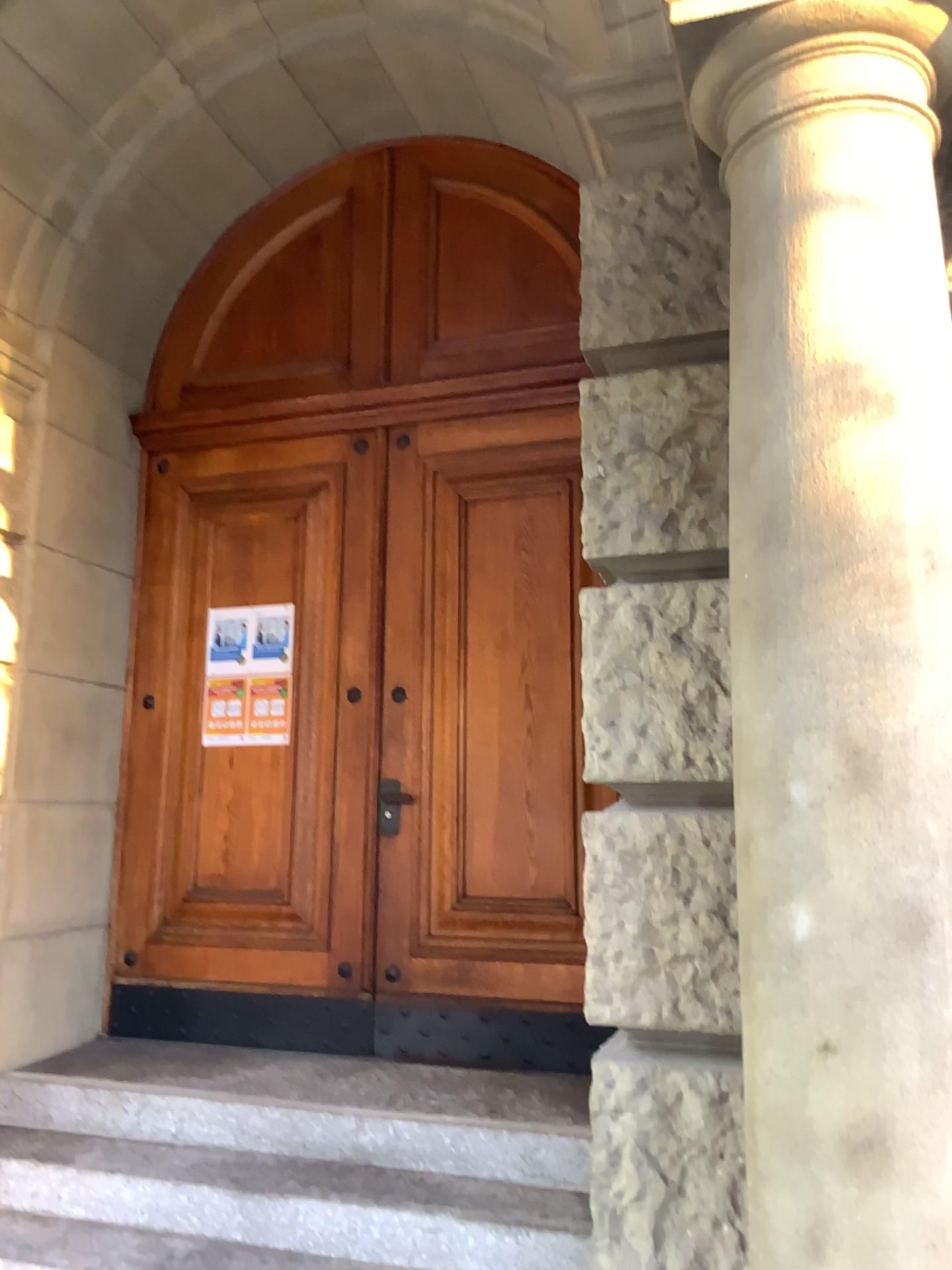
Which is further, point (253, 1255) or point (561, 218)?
point (561, 218)

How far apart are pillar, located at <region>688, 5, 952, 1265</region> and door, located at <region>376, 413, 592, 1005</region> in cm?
226

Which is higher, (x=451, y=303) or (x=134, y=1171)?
(x=451, y=303)

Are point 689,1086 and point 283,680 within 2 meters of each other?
no

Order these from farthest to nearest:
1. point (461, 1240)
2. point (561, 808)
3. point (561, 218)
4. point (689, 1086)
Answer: point (561, 218) → point (561, 808) → point (461, 1240) → point (689, 1086)

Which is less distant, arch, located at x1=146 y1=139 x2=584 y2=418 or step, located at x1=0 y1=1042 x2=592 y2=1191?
step, located at x1=0 y1=1042 x2=592 y2=1191

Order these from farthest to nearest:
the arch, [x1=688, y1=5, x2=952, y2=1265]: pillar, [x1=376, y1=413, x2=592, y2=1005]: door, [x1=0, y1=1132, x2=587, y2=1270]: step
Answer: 1. the arch
2. [x1=376, y1=413, x2=592, y2=1005]: door
3. [x1=0, y1=1132, x2=587, y2=1270]: step
4. [x1=688, y1=5, x2=952, y2=1265]: pillar

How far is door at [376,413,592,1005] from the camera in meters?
4.0

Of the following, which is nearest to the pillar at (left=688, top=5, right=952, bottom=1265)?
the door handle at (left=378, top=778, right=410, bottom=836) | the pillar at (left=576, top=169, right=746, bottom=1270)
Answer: the pillar at (left=576, top=169, right=746, bottom=1270)

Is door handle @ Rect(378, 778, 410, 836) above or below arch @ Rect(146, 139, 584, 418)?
below
